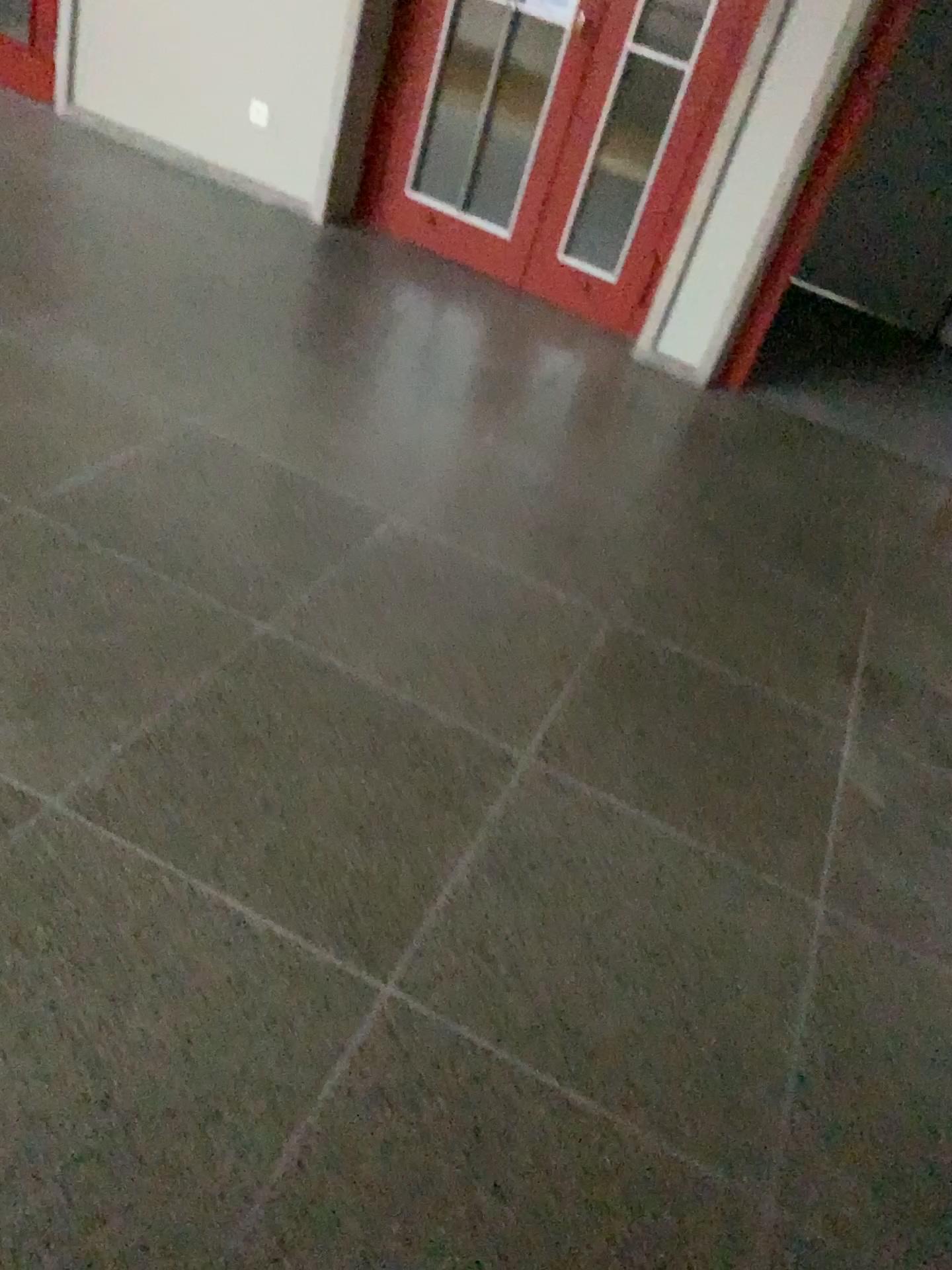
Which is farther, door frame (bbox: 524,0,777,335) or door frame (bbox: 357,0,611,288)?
door frame (bbox: 357,0,611,288)

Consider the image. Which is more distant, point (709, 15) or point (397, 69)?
point (397, 69)

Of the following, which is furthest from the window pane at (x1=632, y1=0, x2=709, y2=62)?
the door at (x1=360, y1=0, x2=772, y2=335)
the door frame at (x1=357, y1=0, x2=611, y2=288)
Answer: the door frame at (x1=357, y1=0, x2=611, y2=288)

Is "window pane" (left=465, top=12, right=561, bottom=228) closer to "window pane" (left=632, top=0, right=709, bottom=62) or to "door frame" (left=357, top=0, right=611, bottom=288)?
"door frame" (left=357, top=0, right=611, bottom=288)

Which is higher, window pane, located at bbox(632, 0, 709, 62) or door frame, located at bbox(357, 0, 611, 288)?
window pane, located at bbox(632, 0, 709, 62)

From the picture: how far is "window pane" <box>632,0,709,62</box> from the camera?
4.2 meters

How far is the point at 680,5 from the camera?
4.18m

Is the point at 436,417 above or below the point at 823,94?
below

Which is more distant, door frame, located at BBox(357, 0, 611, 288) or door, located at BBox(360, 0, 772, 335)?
door frame, located at BBox(357, 0, 611, 288)

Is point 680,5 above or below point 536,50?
above
